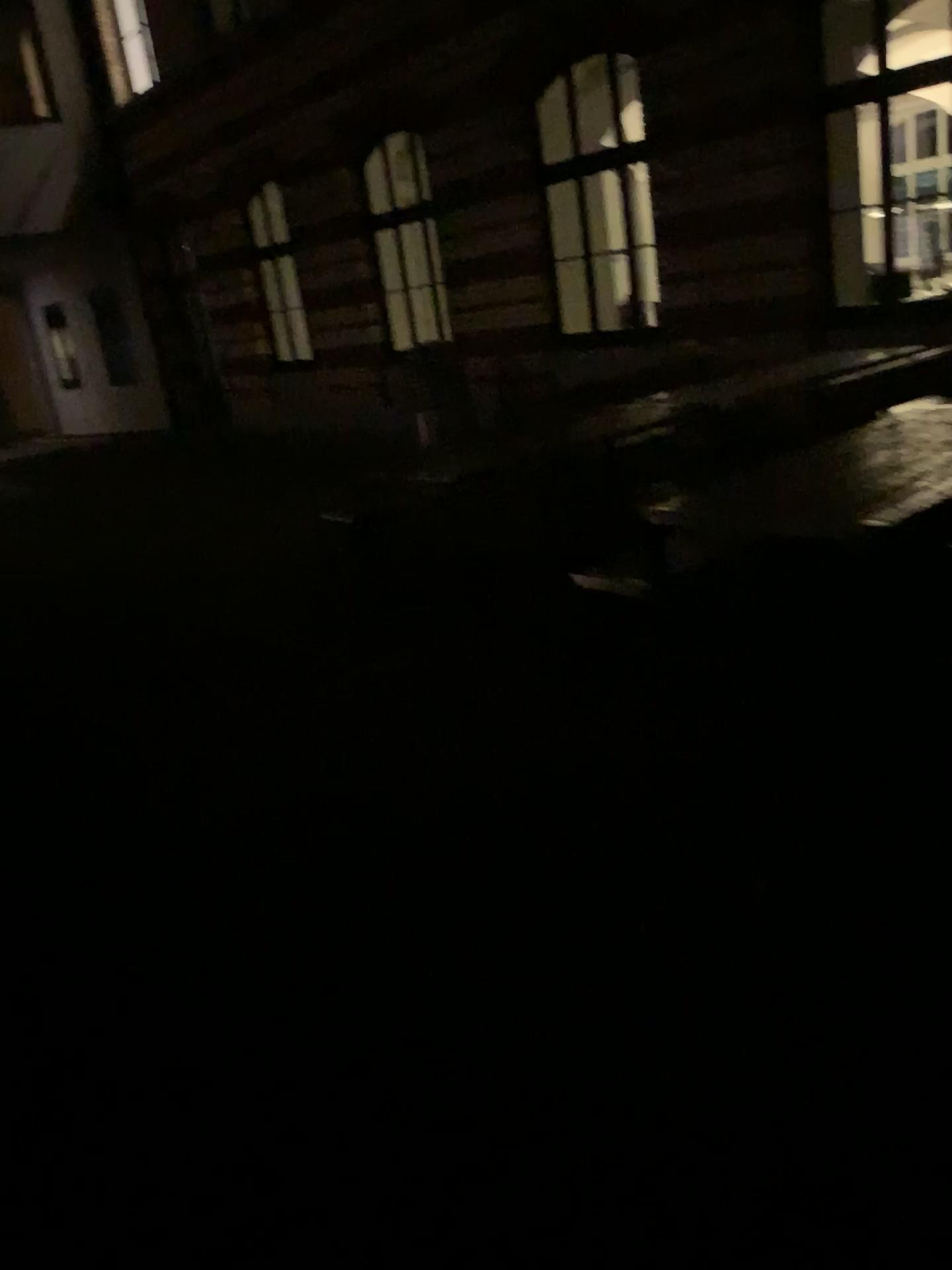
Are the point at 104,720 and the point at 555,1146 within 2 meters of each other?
no
